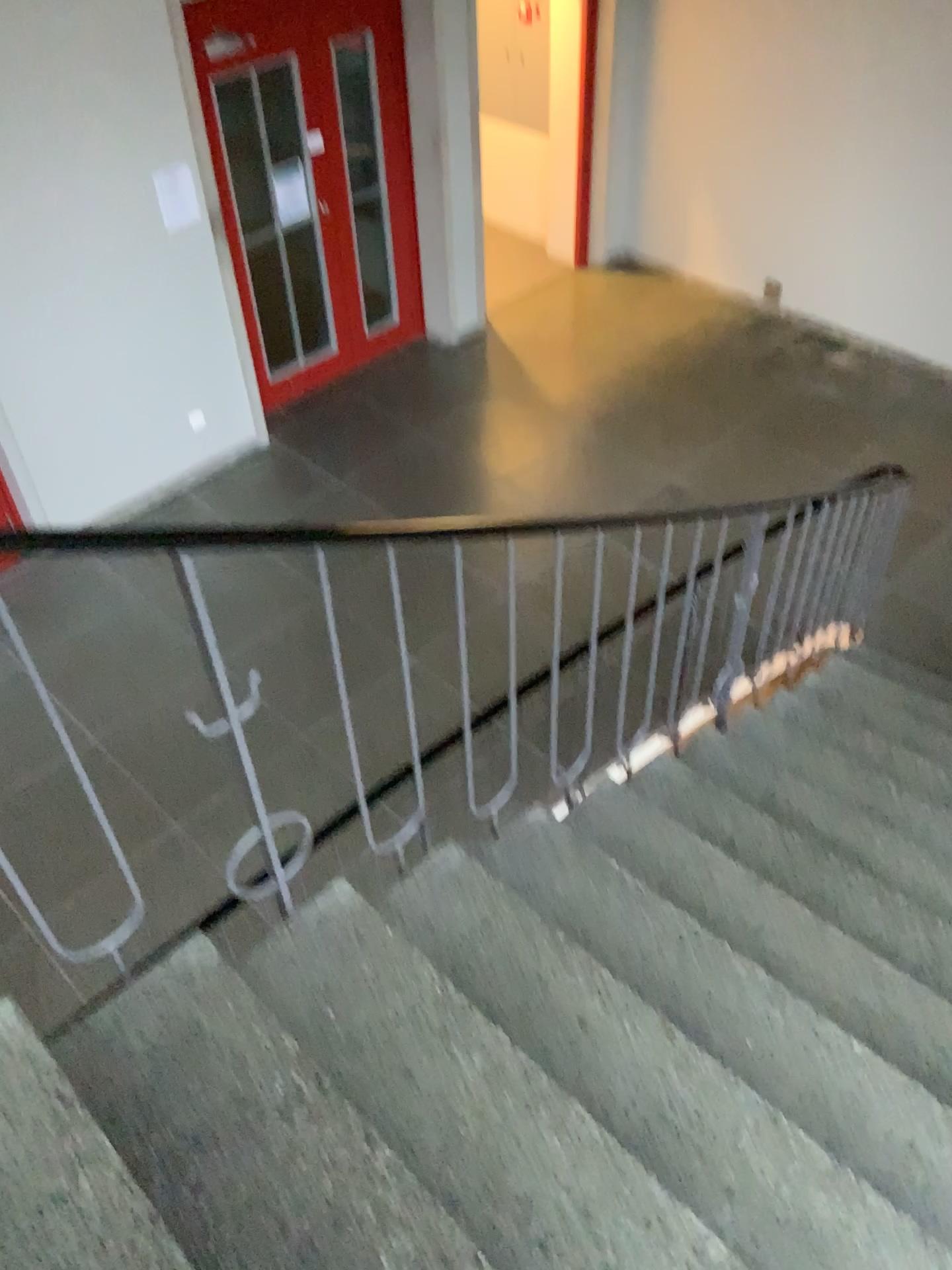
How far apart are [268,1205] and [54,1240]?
0.3m

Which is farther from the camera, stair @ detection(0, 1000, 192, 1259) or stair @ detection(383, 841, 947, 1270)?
stair @ detection(383, 841, 947, 1270)

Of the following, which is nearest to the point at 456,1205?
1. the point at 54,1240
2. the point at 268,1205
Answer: the point at 268,1205

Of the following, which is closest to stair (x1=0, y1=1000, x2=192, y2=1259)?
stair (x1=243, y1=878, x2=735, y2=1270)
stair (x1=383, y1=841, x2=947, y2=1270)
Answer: stair (x1=243, y1=878, x2=735, y2=1270)

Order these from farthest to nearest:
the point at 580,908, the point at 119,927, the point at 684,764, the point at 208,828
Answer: the point at 208,828
the point at 119,927
the point at 684,764
the point at 580,908

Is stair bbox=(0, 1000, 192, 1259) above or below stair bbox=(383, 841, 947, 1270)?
above

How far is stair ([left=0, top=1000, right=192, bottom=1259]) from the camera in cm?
130

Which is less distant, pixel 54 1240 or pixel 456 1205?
pixel 54 1240

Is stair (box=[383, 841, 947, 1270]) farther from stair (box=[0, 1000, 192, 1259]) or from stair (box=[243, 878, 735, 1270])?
stair (box=[0, 1000, 192, 1259])
